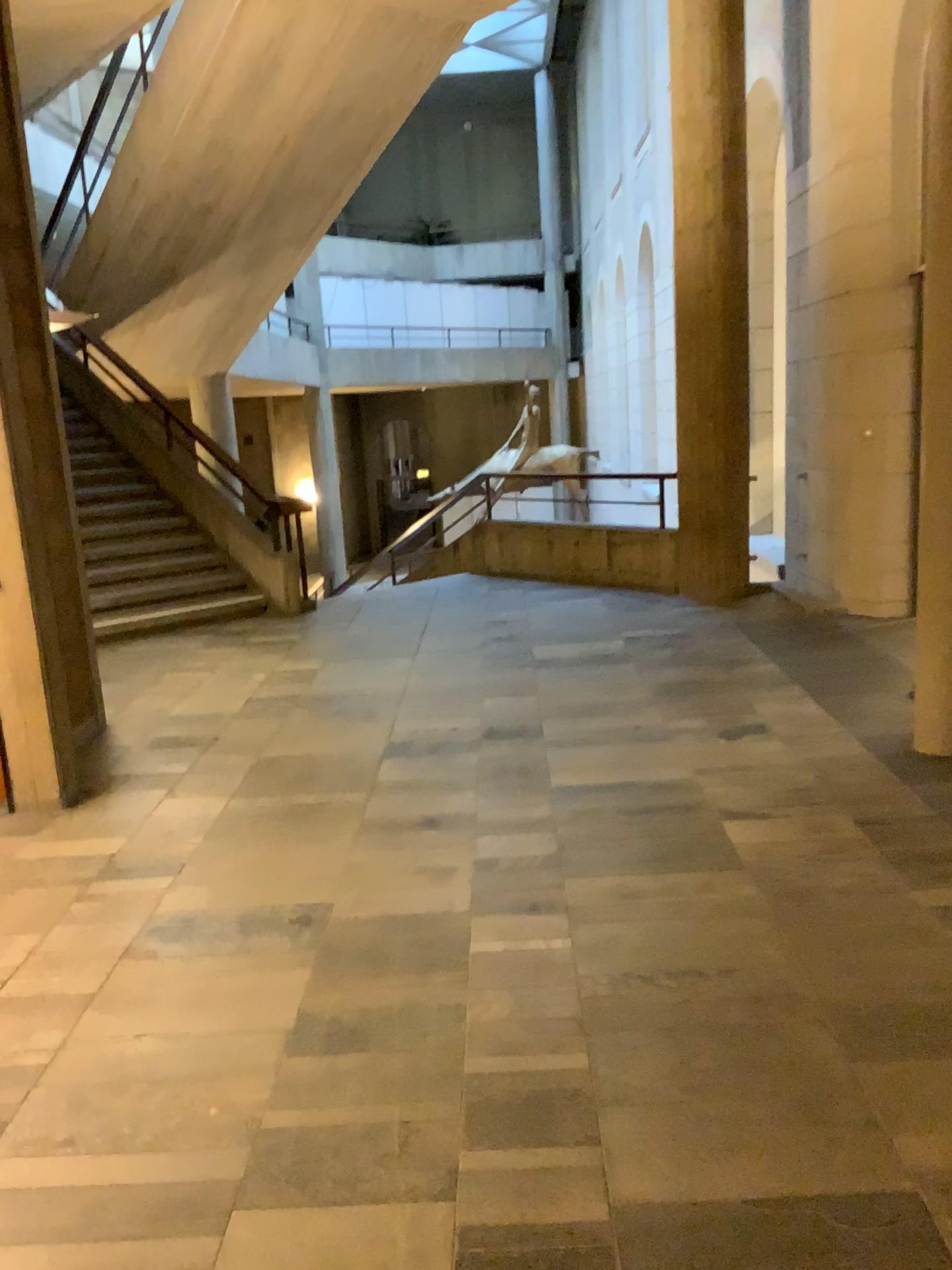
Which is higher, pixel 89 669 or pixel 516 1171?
pixel 89 669

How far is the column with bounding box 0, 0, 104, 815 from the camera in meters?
4.2 m

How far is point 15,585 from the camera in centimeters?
422cm
